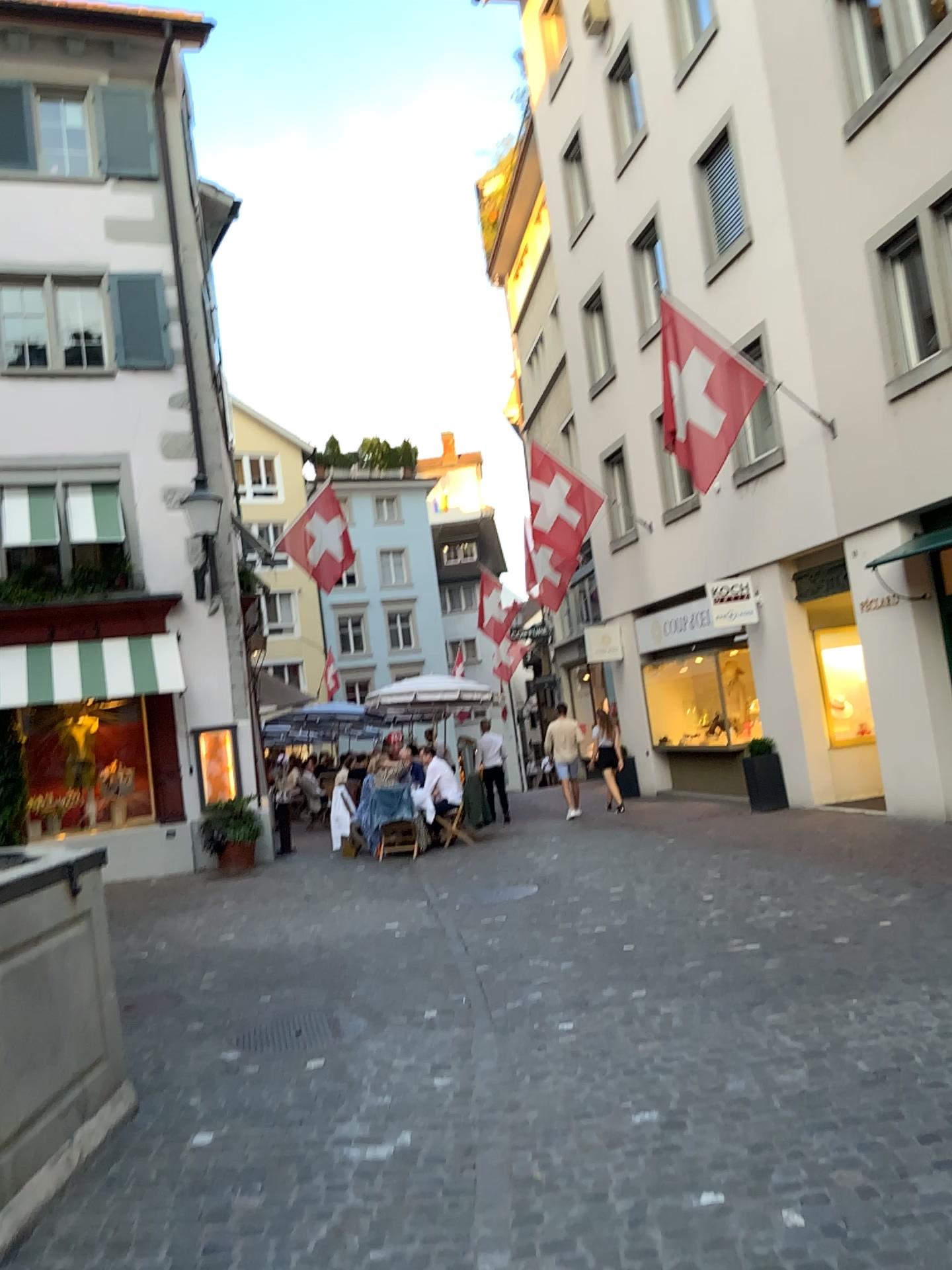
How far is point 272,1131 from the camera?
4.1m
